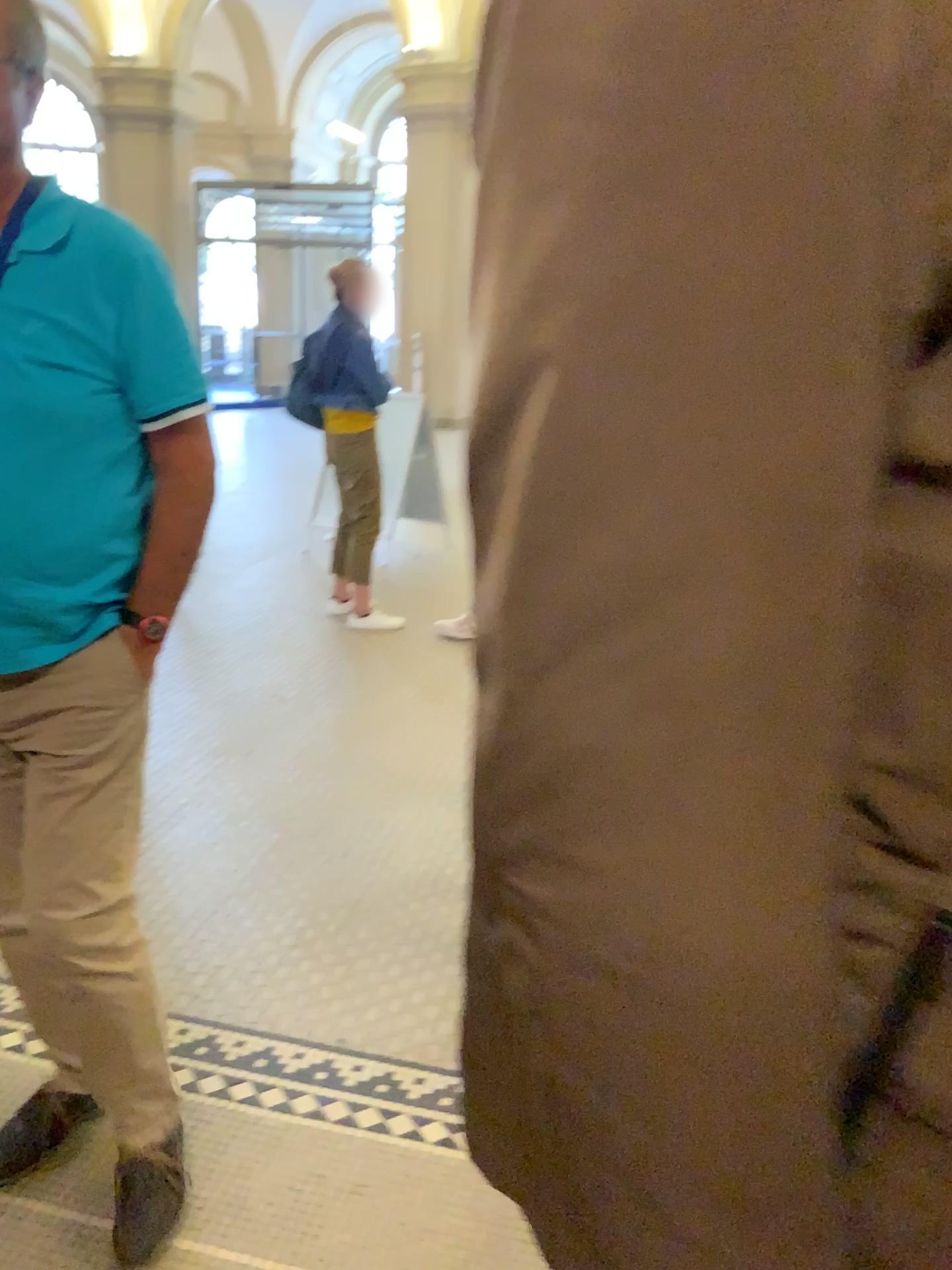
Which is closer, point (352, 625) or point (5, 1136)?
point (5, 1136)

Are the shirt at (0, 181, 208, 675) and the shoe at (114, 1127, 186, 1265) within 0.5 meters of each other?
no

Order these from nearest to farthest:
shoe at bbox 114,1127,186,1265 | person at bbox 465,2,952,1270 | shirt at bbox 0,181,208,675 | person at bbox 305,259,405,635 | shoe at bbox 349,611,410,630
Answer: person at bbox 465,2,952,1270, shirt at bbox 0,181,208,675, shoe at bbox 114,1127,186,1265, person at bbox 305,259,405,635, shoe at bbox 349,611,410,630

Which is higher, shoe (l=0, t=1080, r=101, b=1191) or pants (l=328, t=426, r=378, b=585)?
pants (l=328, t=426, r=378, b=585)

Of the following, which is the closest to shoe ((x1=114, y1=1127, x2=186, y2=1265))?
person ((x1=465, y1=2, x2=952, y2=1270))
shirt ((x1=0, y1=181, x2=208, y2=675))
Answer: shirt ((x1=0, y1=181, x2=208, y2=675))

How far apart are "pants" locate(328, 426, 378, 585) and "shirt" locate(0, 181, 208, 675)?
3.36m

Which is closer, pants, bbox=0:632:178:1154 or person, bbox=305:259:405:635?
pants, bbox=0:632:178:1154

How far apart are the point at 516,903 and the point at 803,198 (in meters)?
0.28

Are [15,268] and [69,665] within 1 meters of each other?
yes

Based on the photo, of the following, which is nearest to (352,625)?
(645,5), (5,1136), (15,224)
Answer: (5,1136)
